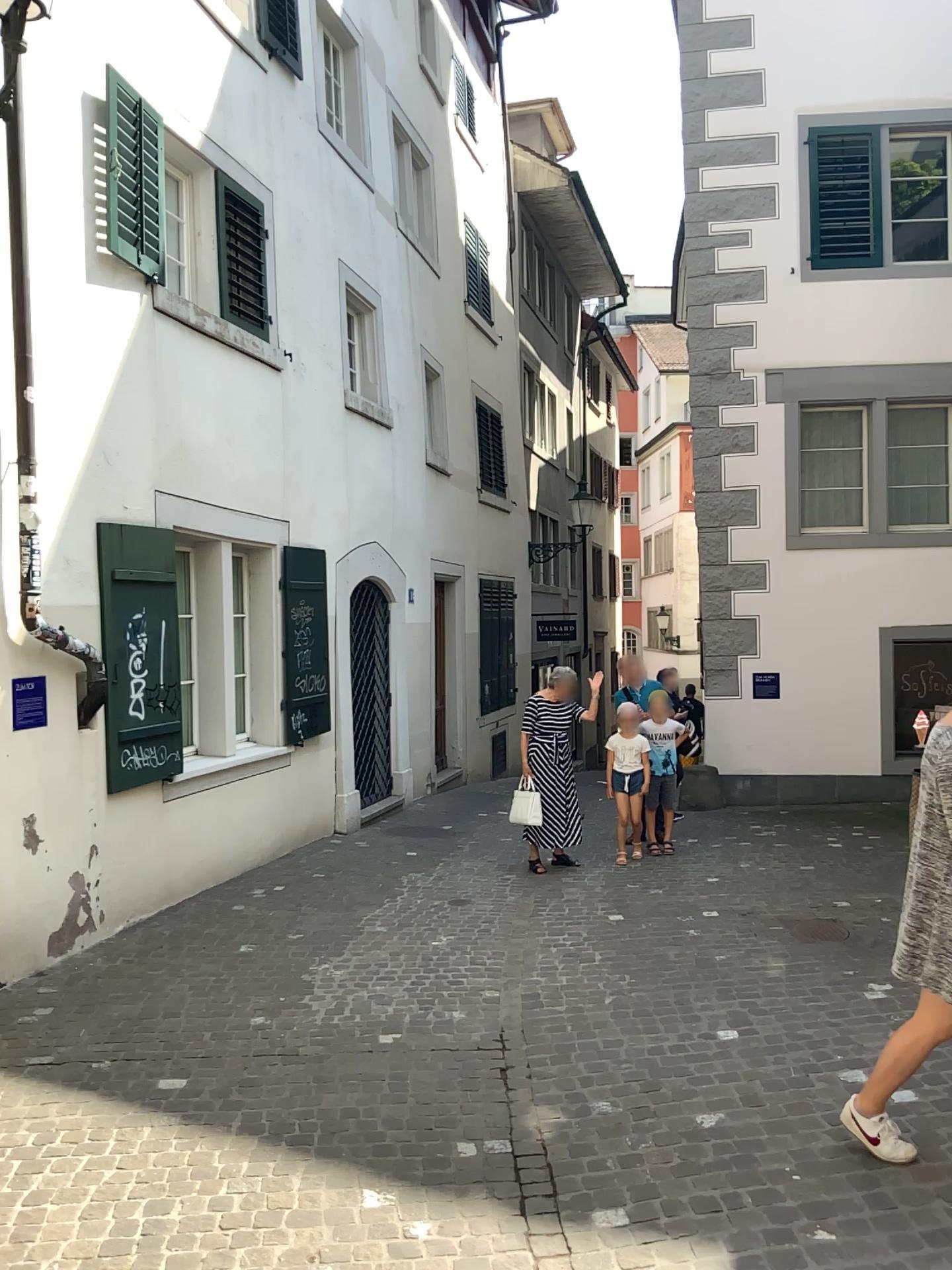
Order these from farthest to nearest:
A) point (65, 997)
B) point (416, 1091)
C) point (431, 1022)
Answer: point (65, 997), point (431, 1022), point (416, 1091)
